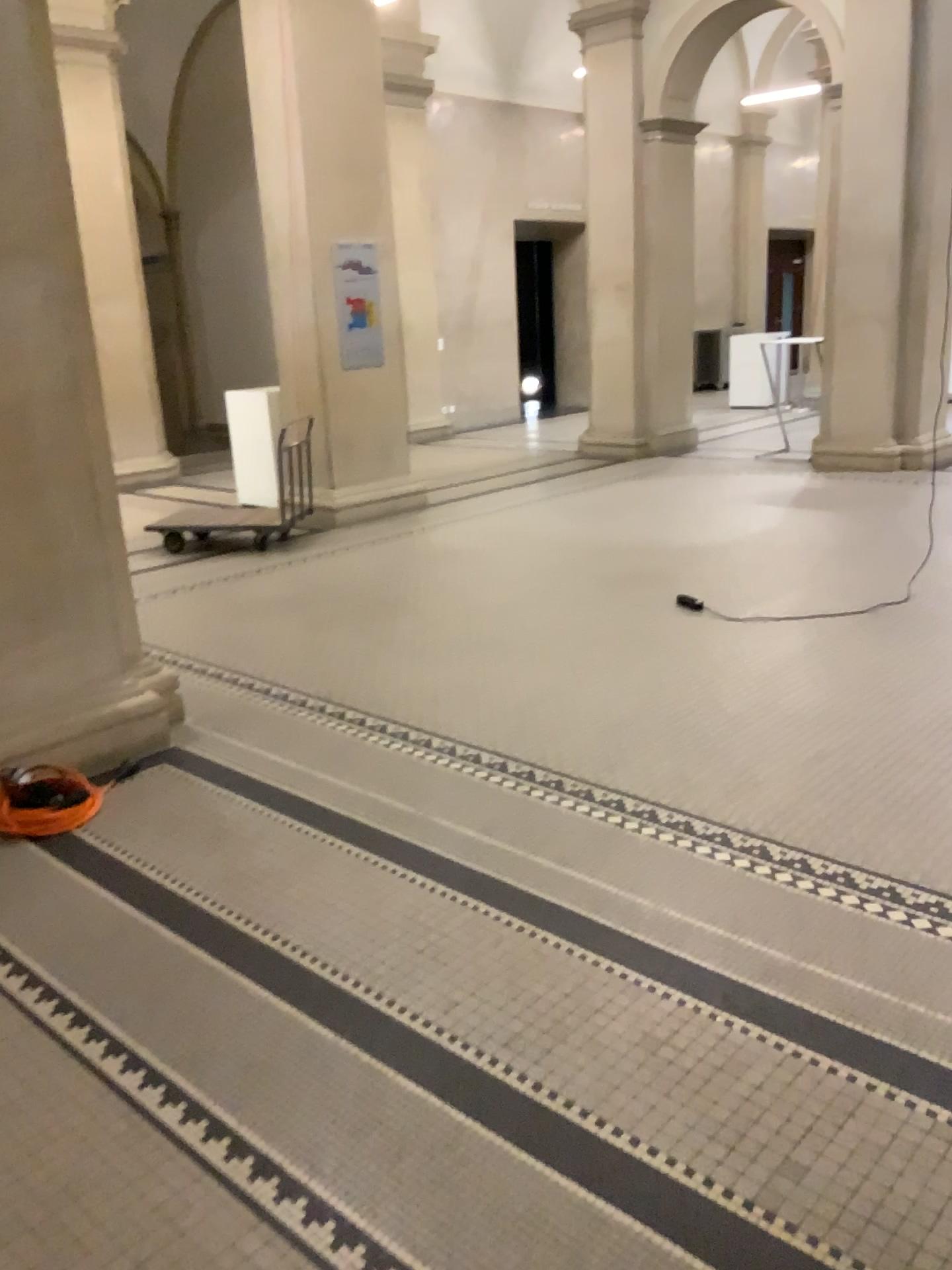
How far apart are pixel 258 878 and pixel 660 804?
1.3m
